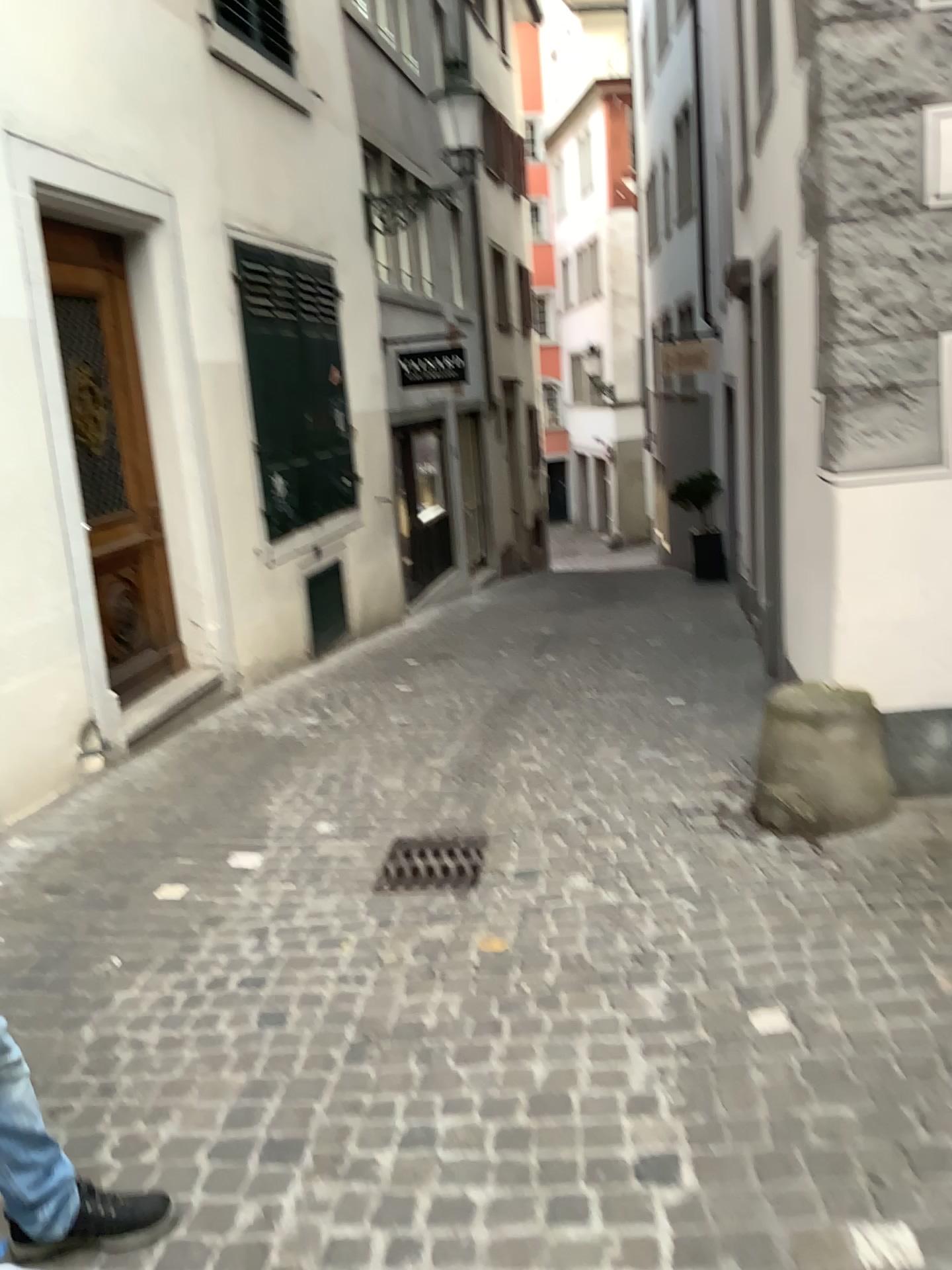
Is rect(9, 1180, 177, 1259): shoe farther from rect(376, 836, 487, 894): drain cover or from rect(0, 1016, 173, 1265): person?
rect(376, 836, 487, 894): drain cover

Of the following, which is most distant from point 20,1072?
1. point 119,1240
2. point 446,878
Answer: point 446,878

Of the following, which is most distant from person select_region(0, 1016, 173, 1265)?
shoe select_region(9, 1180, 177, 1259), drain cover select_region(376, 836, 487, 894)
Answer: drain cover select_region(376, 836, 487, 894)

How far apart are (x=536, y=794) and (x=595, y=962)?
Result: 1.5 meters

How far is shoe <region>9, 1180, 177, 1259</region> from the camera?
2.1 meters

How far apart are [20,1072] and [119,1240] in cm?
43

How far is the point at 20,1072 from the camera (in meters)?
1.95

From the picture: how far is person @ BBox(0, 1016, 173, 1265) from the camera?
1.95m

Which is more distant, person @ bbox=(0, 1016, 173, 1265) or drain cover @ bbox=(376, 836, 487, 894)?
drain cover @ bbox=(376, 836, 487, 894)
